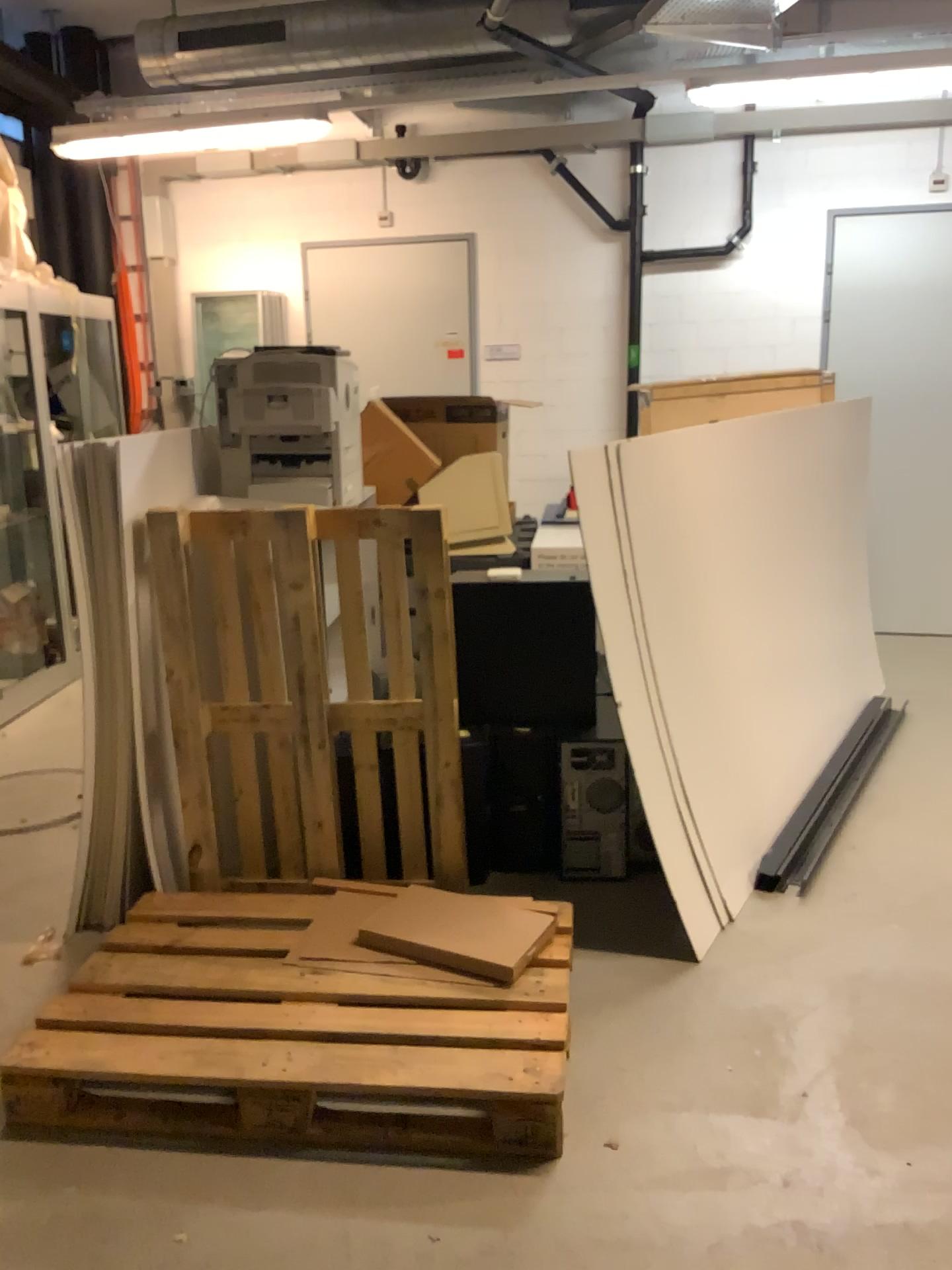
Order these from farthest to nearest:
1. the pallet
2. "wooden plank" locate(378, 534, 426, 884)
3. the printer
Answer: the printer < "wooden plank" locate(378, 534, 426, 884) < the pallet

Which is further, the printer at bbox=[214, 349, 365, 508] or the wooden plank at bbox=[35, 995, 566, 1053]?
the printer at bbox=[214, 349, 365, 508]

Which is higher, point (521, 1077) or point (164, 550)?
point (164, 550)

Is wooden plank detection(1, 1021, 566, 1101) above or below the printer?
below

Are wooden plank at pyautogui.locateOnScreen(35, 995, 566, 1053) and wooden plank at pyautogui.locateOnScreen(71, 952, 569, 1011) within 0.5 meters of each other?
yes

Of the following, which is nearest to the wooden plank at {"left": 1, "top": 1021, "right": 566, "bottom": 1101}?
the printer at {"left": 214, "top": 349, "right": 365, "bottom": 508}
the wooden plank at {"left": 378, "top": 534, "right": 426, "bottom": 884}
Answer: the wooden plank at {"left": 378, "top": 534, "right": 426, "bottom": 884}

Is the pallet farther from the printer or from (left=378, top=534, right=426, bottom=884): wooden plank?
the printer

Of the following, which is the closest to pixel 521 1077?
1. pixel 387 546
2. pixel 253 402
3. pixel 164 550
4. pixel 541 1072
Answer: pixel 541 1072

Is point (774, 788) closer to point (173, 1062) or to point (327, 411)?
point (327, 411)

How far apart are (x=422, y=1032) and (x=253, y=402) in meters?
1.9 m
